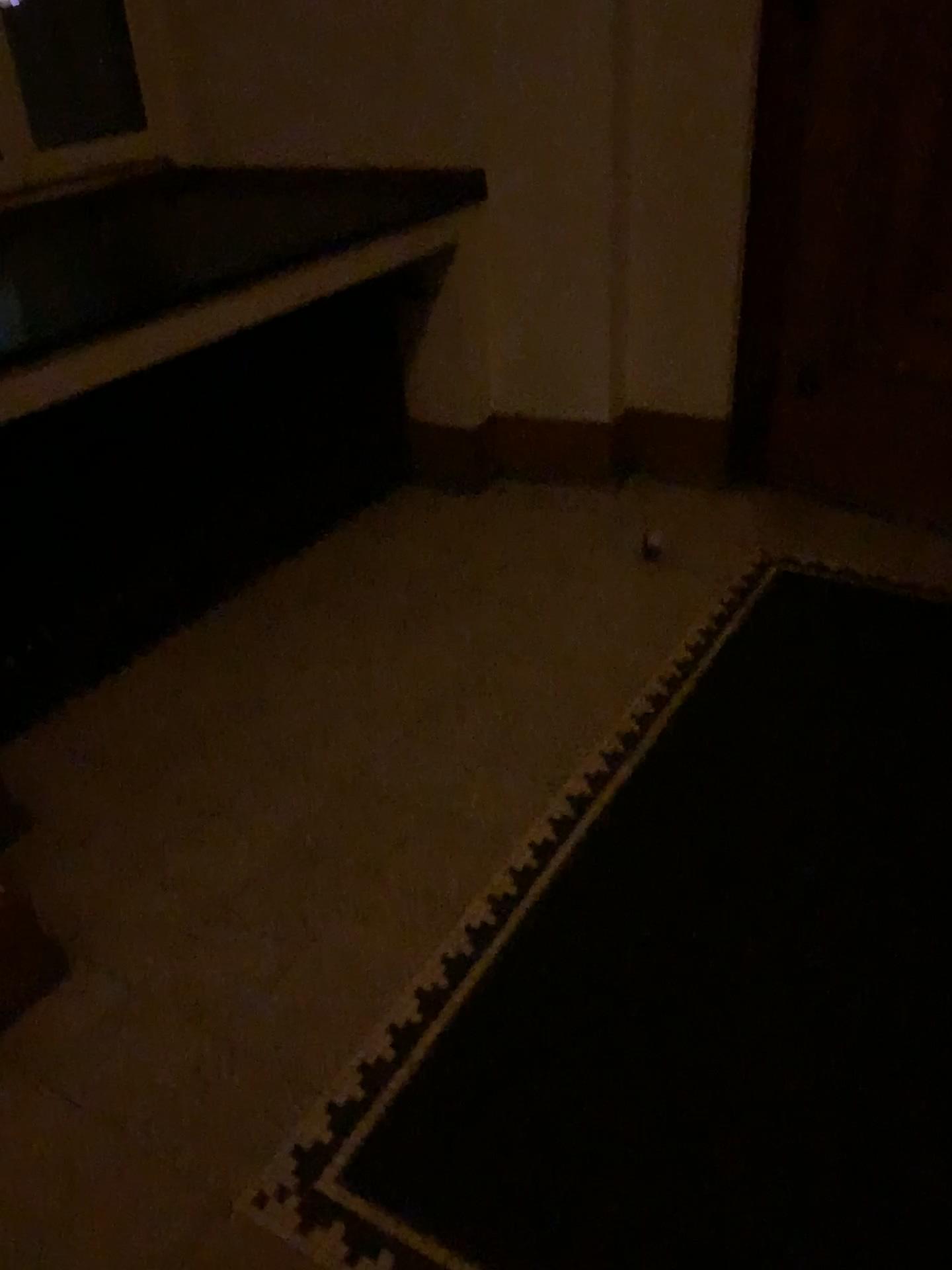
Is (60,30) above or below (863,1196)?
above

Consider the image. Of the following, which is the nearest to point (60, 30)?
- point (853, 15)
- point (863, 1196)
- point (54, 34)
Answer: point (54, 34)

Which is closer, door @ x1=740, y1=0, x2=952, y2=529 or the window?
door @ x1=740, y1=0, x2=952, y2=529

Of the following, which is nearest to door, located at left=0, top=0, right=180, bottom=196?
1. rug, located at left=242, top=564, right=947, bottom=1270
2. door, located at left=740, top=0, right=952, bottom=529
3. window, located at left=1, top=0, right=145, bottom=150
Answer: window, located at left=1, top=0, right=145, bottom=150

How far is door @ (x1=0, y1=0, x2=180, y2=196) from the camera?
3.2m

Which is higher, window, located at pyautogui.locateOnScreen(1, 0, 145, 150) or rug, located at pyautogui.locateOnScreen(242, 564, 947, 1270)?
window, located at pyautogui.locateOnScreen(1, 0, 145, 150)

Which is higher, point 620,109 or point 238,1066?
point 620,109

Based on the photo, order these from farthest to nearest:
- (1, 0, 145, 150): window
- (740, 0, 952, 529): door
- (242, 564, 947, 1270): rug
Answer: (1, 0, 145, 150): window
(740, 0, 952, 529): door
(242, 564, 947, 1270): rug

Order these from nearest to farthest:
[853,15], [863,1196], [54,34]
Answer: [863,1196], [853,15], [54,34]

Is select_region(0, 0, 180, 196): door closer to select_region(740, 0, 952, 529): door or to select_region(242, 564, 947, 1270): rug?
select_region(740, 0, 952, 529): door
